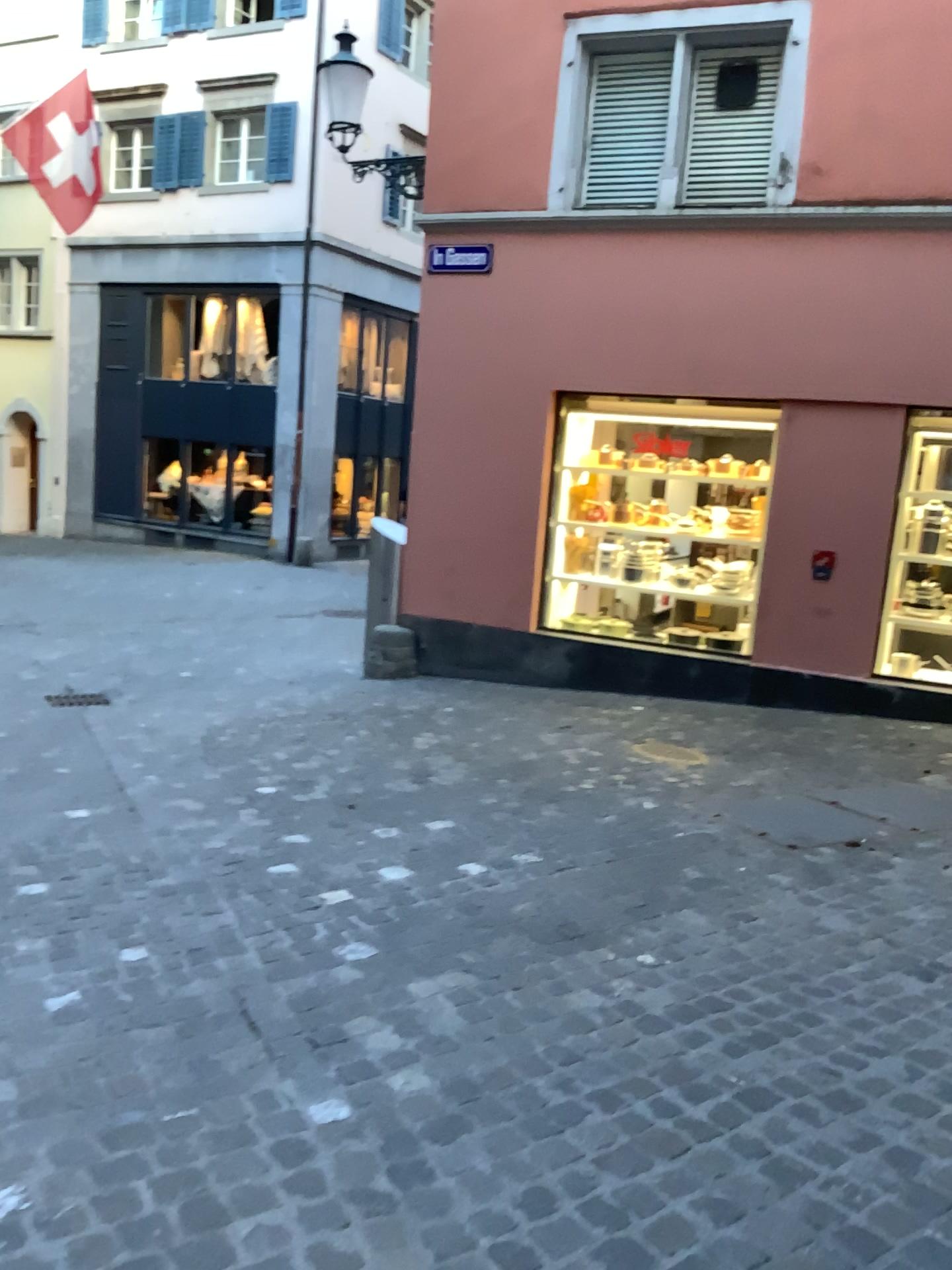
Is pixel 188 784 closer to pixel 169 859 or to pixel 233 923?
pixel 169 859
